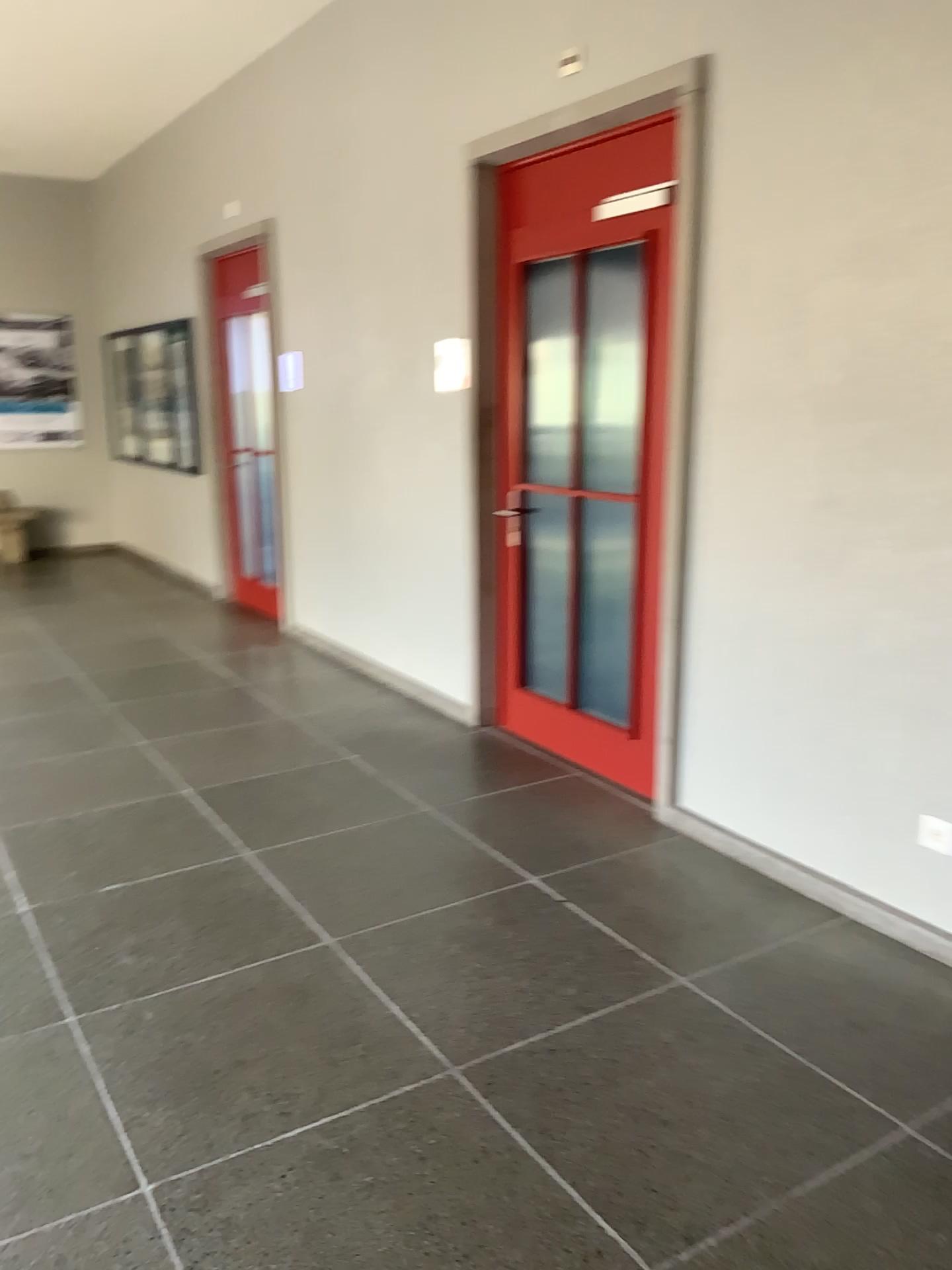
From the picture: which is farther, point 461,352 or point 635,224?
point 461,352

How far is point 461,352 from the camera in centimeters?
455cm

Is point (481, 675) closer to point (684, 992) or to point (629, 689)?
point (629, 689)

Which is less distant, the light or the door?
the door

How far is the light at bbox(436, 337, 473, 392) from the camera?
4.55m

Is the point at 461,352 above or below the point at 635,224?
below
